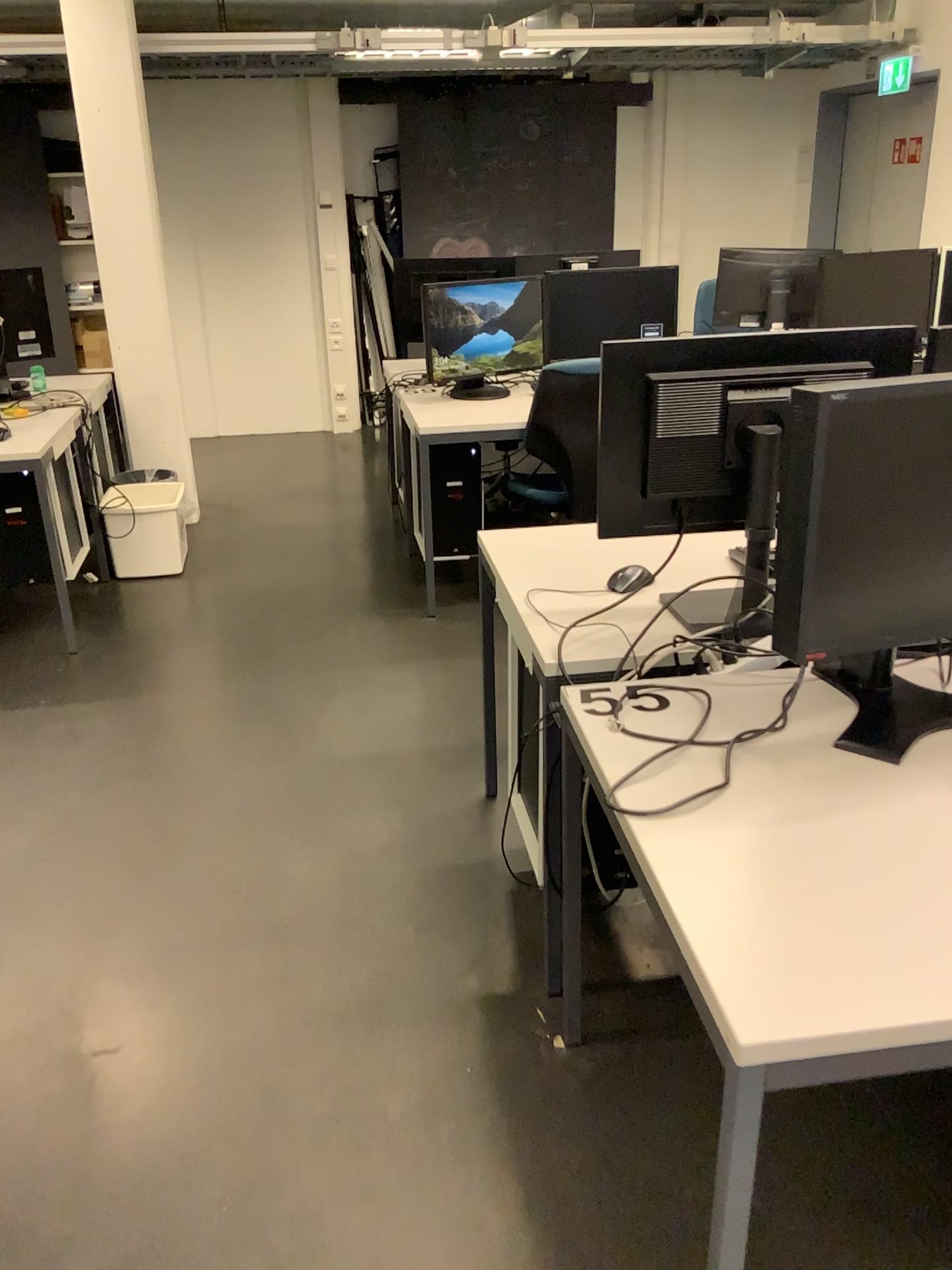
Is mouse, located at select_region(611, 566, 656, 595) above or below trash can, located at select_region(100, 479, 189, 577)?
above

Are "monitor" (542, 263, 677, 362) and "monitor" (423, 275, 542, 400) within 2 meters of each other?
yes

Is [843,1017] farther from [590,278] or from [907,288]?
[907,288]

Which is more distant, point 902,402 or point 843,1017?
point 902,402

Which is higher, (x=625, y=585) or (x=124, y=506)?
(x=625, y=585)

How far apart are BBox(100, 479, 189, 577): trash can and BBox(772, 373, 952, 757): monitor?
3.52m

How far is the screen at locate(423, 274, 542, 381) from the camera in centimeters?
411cm

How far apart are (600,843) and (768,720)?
0.47m

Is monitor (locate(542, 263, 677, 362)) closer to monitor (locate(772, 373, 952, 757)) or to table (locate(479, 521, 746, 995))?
table (locate(479, 521, 746, 995))

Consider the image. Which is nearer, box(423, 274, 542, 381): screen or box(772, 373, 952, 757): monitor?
box(772, 373, 952, 757): monitor
